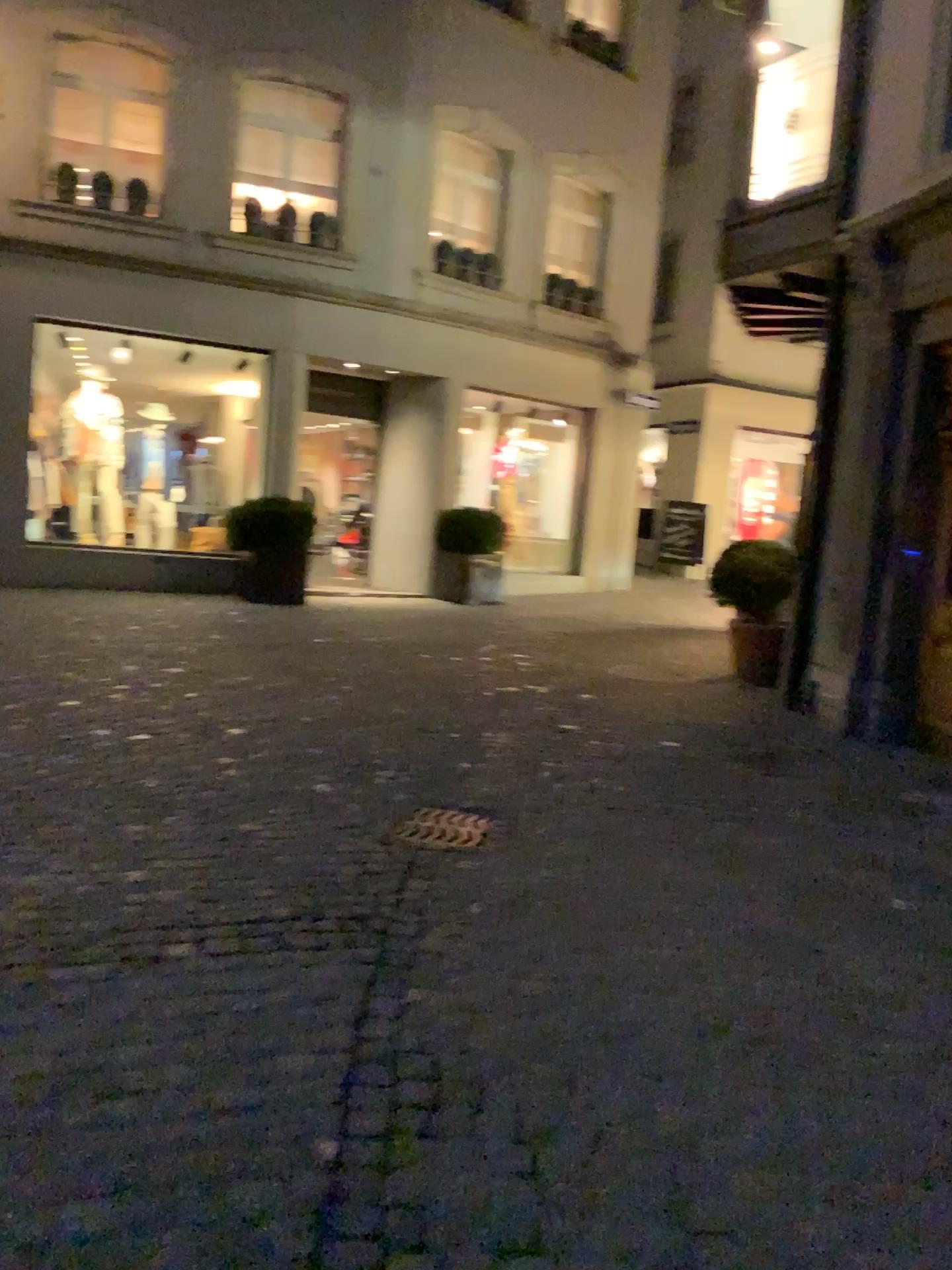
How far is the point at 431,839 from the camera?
4.20m

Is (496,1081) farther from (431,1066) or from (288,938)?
(288,938)

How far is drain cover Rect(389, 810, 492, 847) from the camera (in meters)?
4.20
